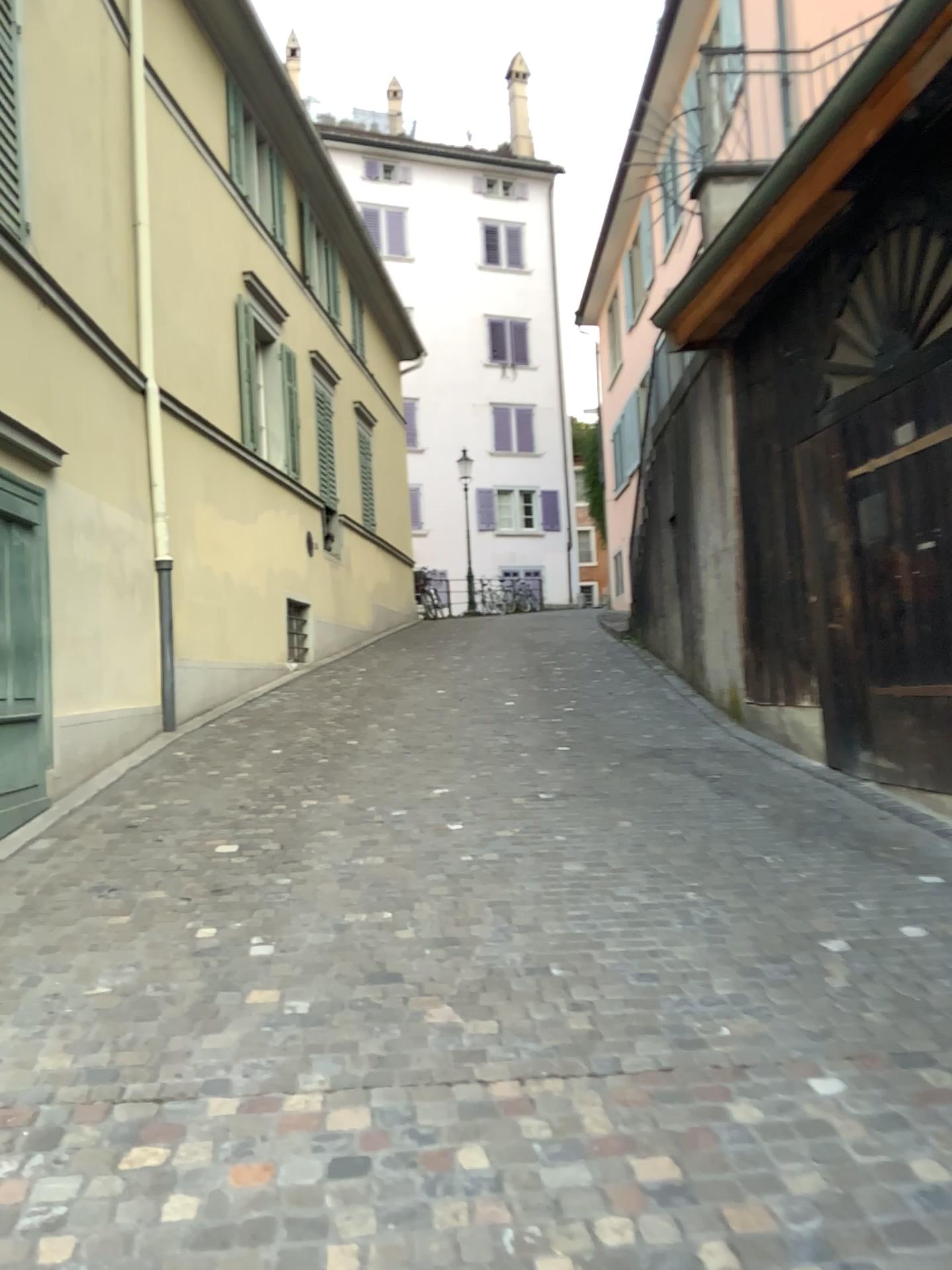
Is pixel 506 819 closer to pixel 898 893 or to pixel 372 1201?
pixel 898 893
